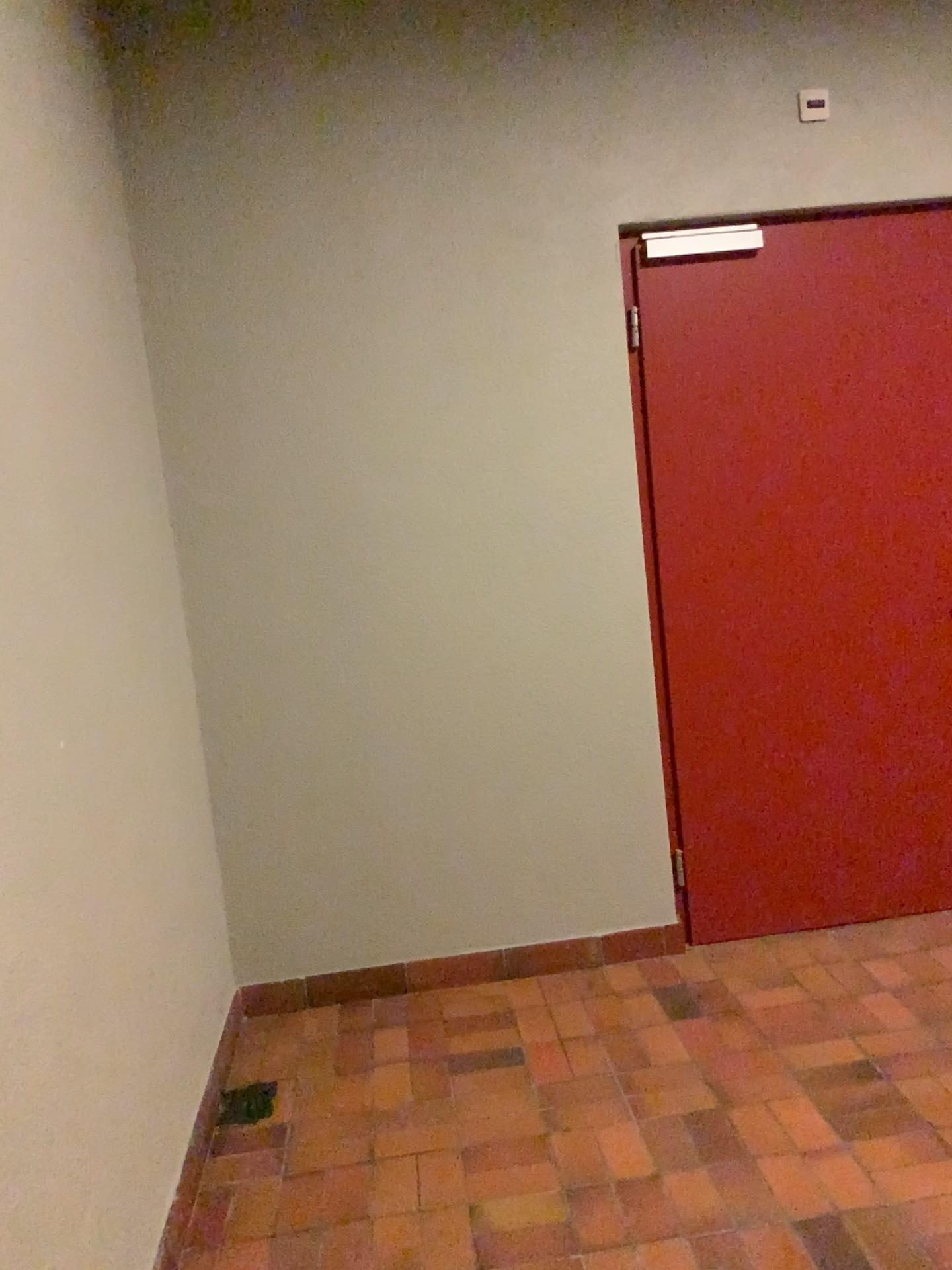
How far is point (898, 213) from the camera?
3.1 meters

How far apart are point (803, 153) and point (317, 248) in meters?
1.4 m

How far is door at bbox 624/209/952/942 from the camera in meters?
3.1 m
